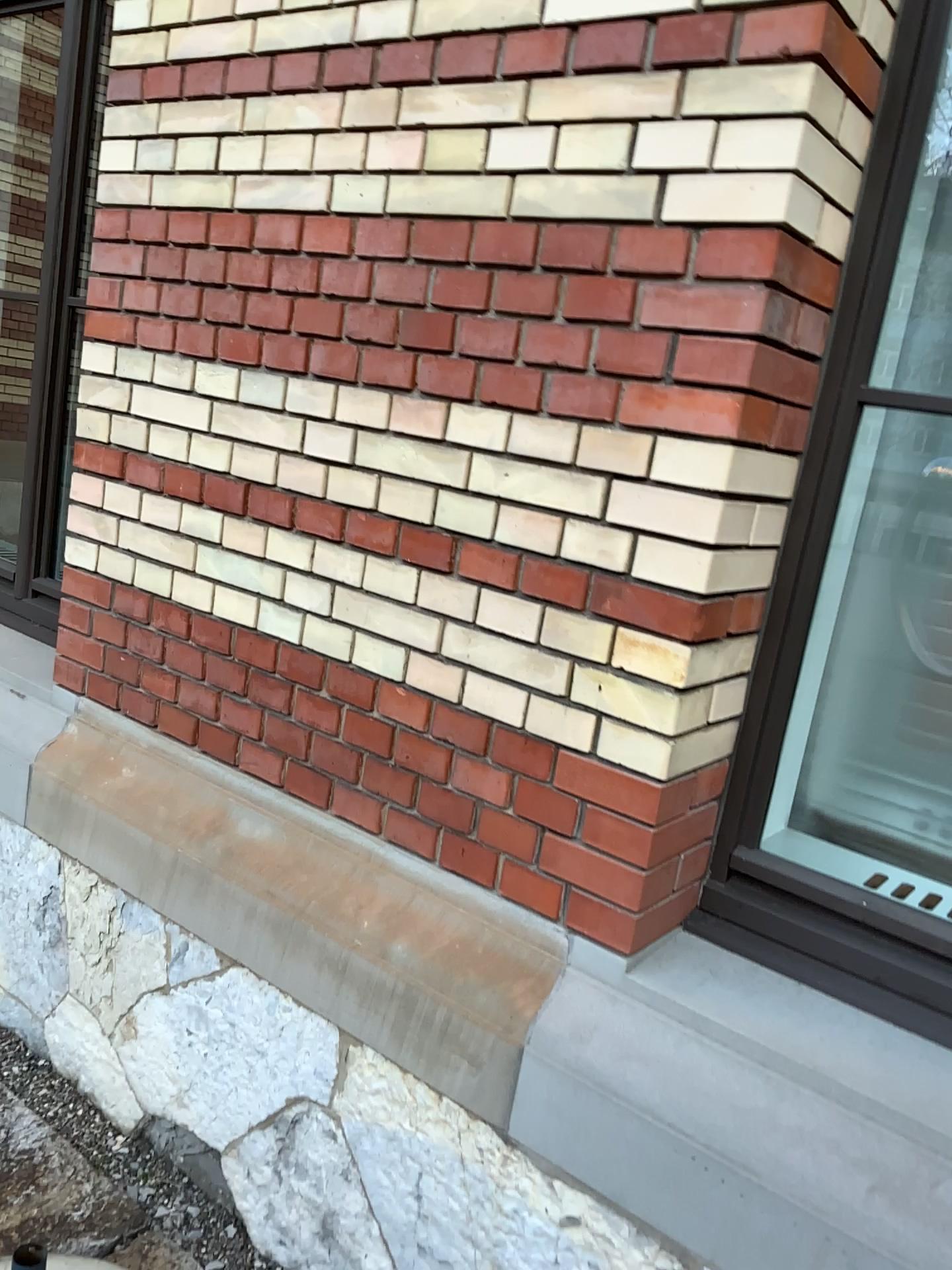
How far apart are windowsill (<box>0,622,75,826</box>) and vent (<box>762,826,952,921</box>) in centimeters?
162cm

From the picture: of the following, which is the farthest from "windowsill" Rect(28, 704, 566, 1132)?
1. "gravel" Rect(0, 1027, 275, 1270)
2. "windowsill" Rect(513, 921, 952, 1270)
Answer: "gravel" Rect(0, 1027, 275, 1270)

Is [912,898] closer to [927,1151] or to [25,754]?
[927,1151]

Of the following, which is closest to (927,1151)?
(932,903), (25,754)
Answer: (932,903)

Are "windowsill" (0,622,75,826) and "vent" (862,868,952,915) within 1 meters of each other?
no

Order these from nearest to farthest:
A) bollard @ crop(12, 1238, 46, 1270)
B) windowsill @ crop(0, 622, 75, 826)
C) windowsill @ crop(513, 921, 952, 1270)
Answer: windowsill @ crop(513, 921, 952, 1270), bollard @ crop(12, 1238, 46, 1270), windowsill @ crop(0, 622, 75, 826)

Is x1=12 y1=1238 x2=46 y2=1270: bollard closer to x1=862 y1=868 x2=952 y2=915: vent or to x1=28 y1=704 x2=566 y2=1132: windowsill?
x1=28 y1=704 x2=566 y2=1132: windowsill

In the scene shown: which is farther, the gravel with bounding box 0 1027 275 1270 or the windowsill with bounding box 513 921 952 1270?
the gravel with bounding box 0 1027 275 1270

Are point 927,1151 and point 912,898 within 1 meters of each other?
yes

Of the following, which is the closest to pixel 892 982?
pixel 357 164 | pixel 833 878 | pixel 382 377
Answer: pixel 833 878
